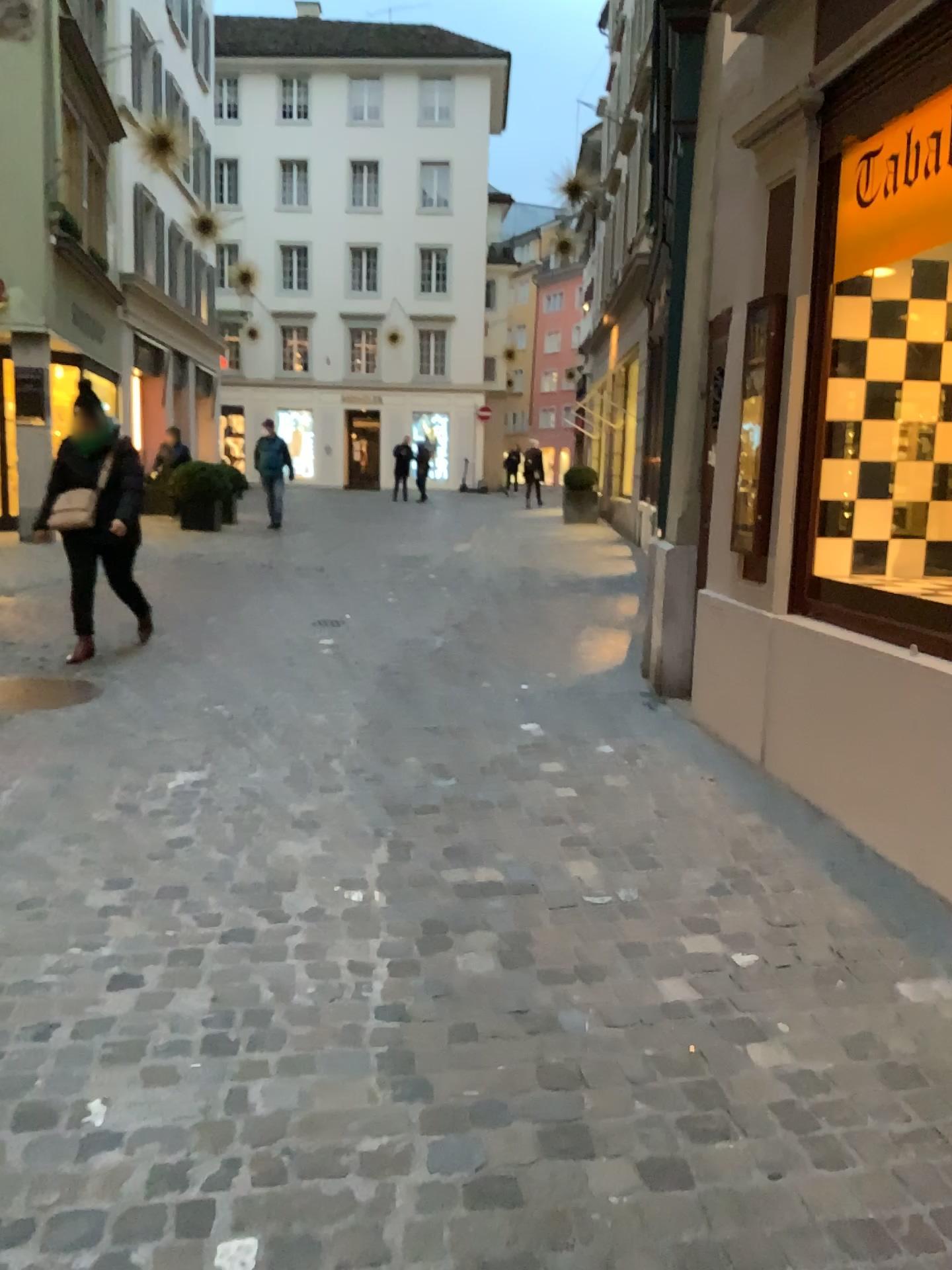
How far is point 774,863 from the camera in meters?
3.1

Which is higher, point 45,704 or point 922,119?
point 922,119

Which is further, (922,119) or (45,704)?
(45,704)

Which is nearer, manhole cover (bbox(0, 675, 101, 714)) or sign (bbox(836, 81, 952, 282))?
sign (bbox(836, 81, 952, 282))

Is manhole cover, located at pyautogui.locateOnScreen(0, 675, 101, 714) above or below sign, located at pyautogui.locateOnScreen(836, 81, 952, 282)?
below

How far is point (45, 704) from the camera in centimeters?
482cm

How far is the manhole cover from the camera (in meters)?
4.82
